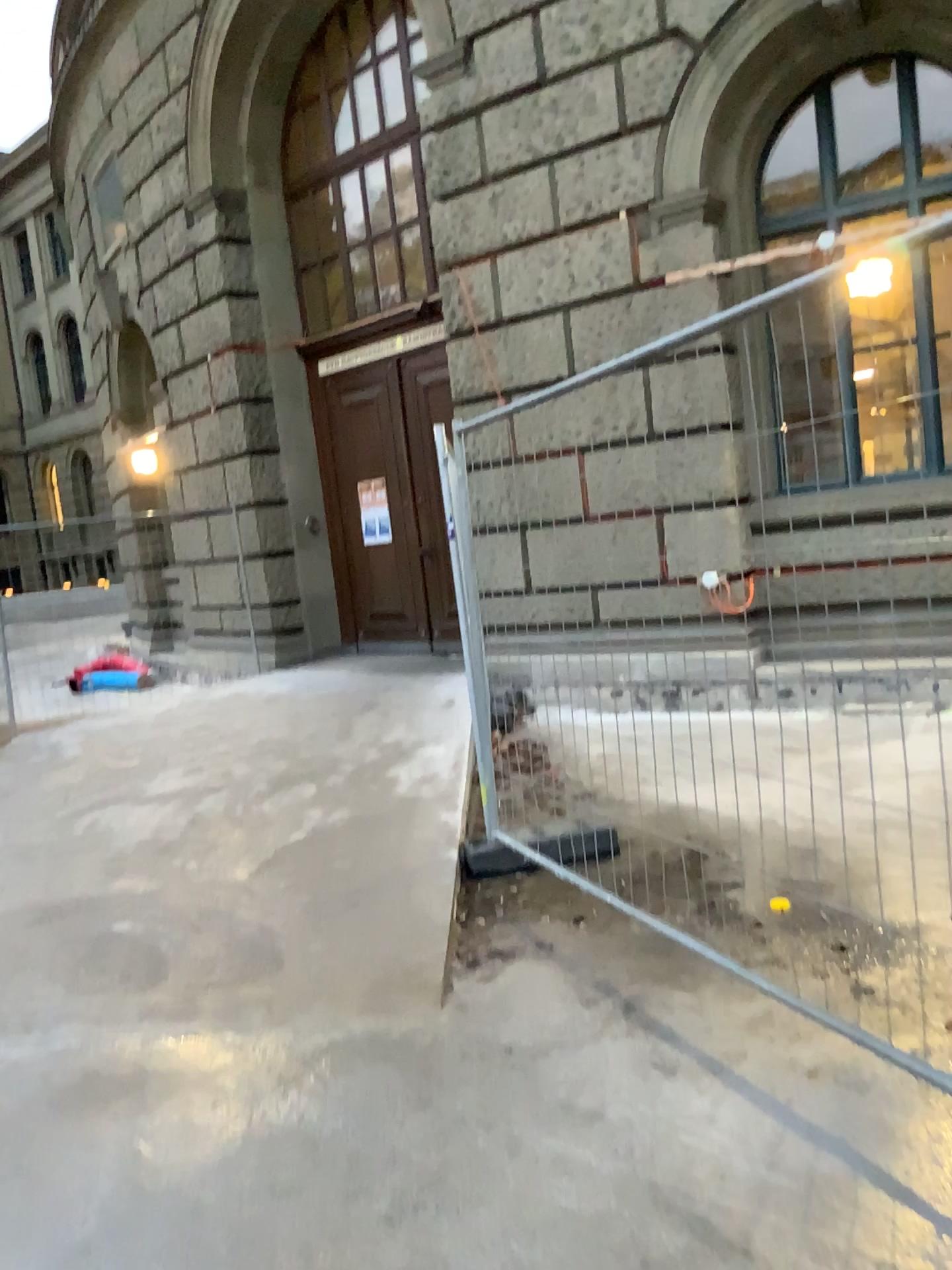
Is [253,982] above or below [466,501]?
below
